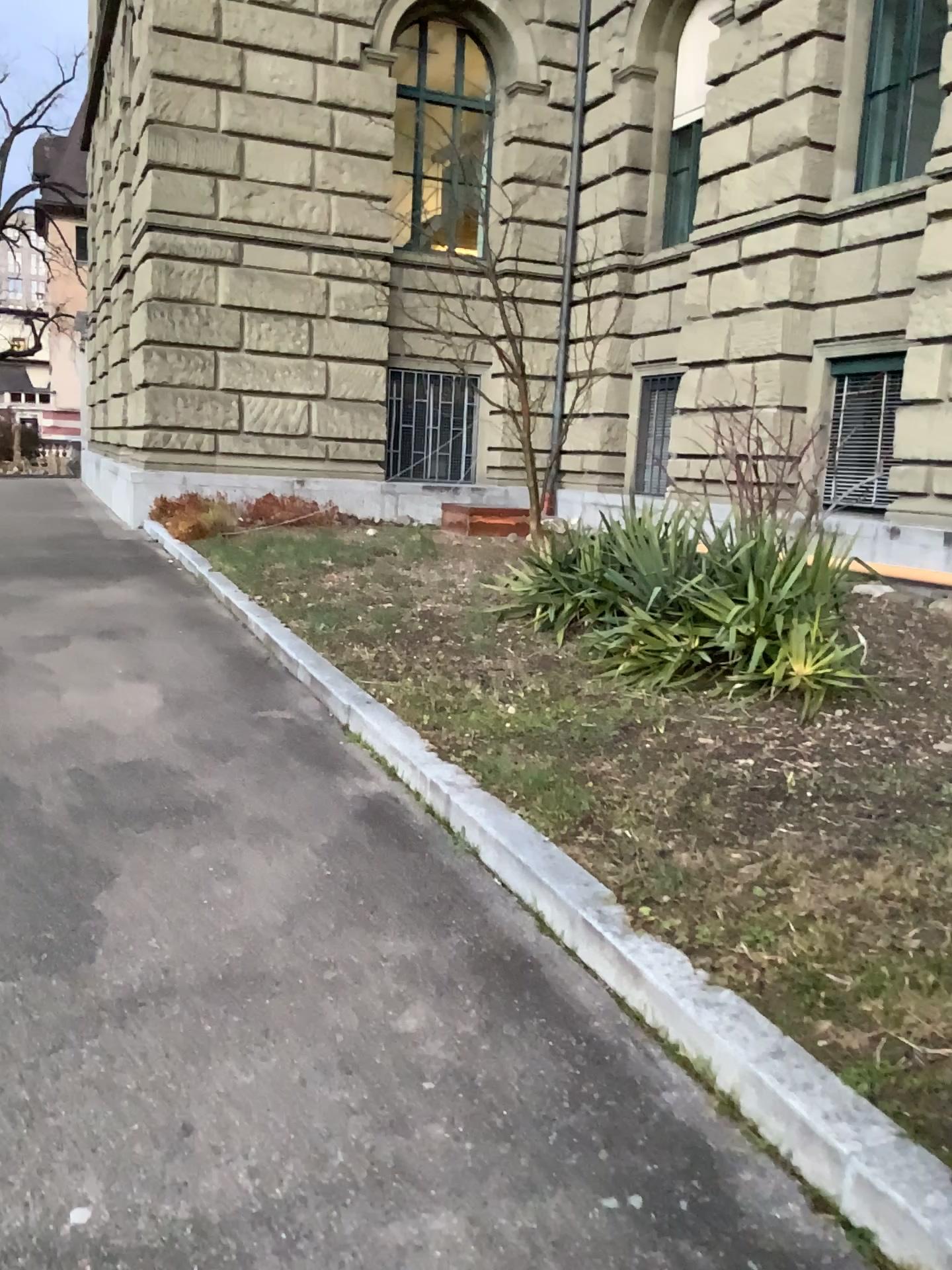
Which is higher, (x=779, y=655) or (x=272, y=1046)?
(x=779, y=655)
